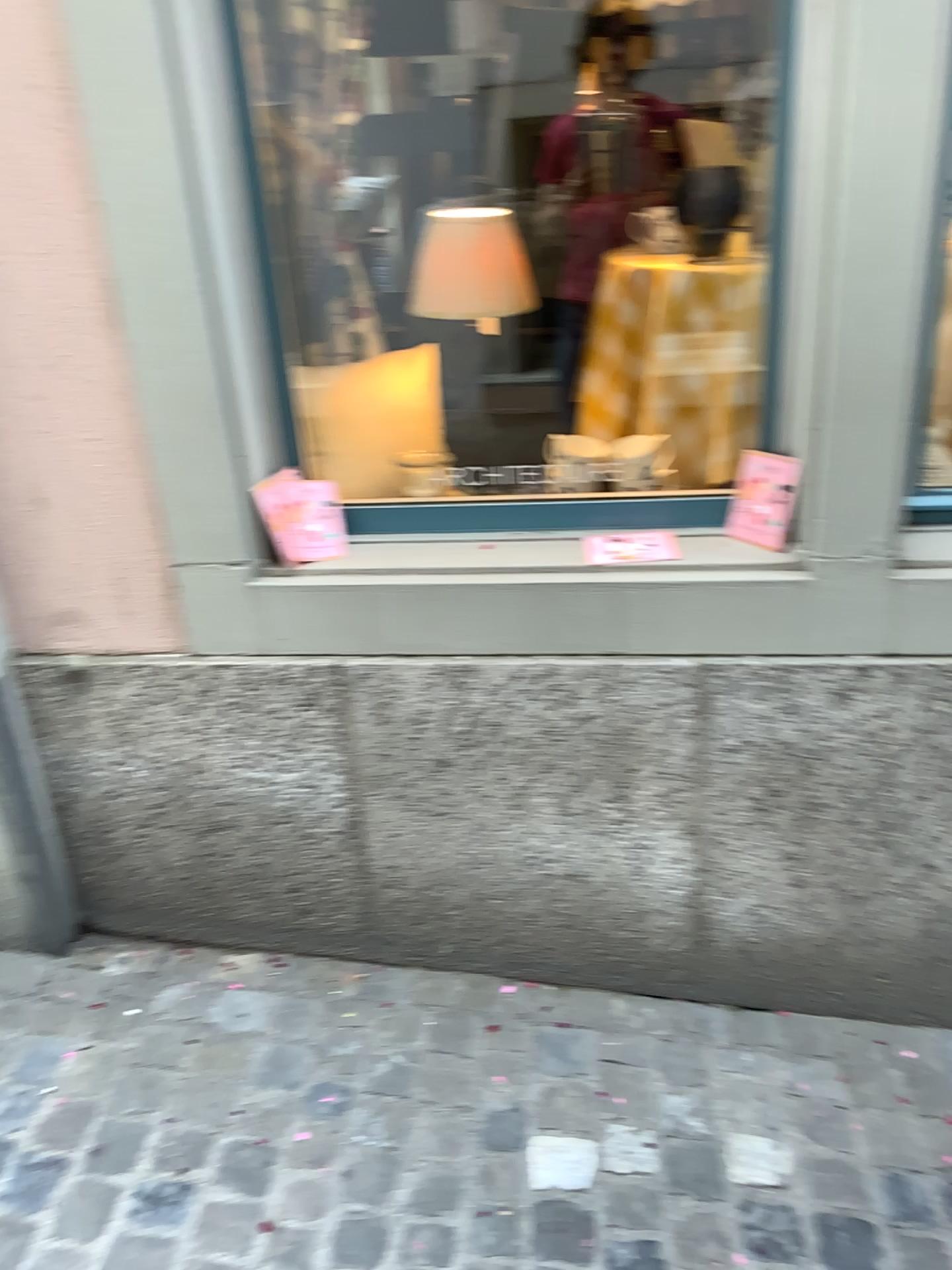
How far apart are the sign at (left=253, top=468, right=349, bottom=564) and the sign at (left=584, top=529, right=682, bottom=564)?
0.4 meters

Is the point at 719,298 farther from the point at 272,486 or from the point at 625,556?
the point at 272,486

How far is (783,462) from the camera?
1.74m

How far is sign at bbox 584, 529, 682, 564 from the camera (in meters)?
1.79

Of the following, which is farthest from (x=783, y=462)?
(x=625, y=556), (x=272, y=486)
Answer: (x=272, y=486)

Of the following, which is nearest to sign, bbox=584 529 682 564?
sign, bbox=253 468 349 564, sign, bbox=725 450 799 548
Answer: sign, bbox=725 450 799 548

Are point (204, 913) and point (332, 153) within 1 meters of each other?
no

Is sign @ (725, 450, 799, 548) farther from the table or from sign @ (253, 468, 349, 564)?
sign @ (253, 468, 349, 564)

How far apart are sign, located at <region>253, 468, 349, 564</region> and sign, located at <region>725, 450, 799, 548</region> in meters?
0.7 m
